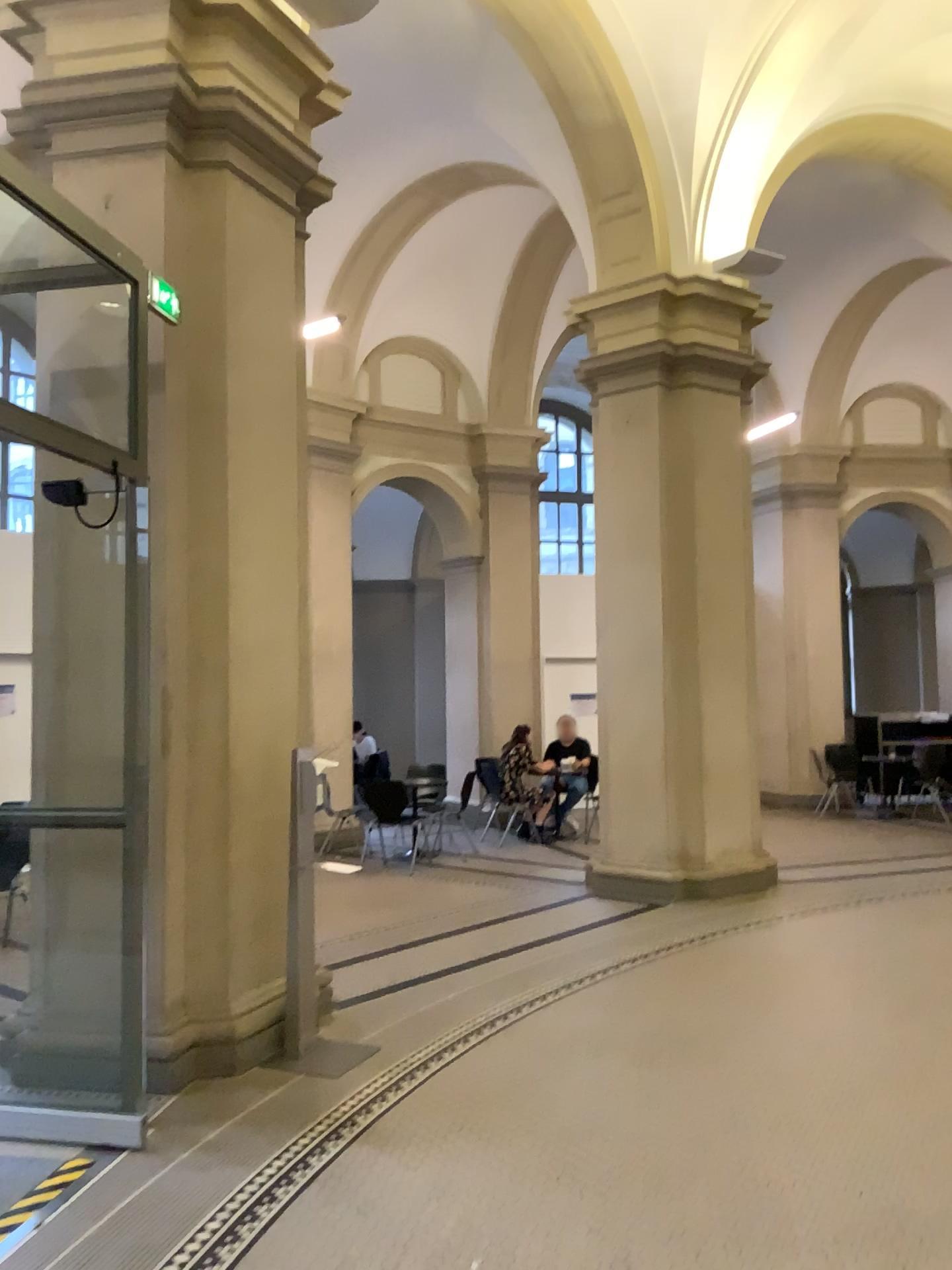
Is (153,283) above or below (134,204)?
below

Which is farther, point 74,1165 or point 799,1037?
point 799,1037
